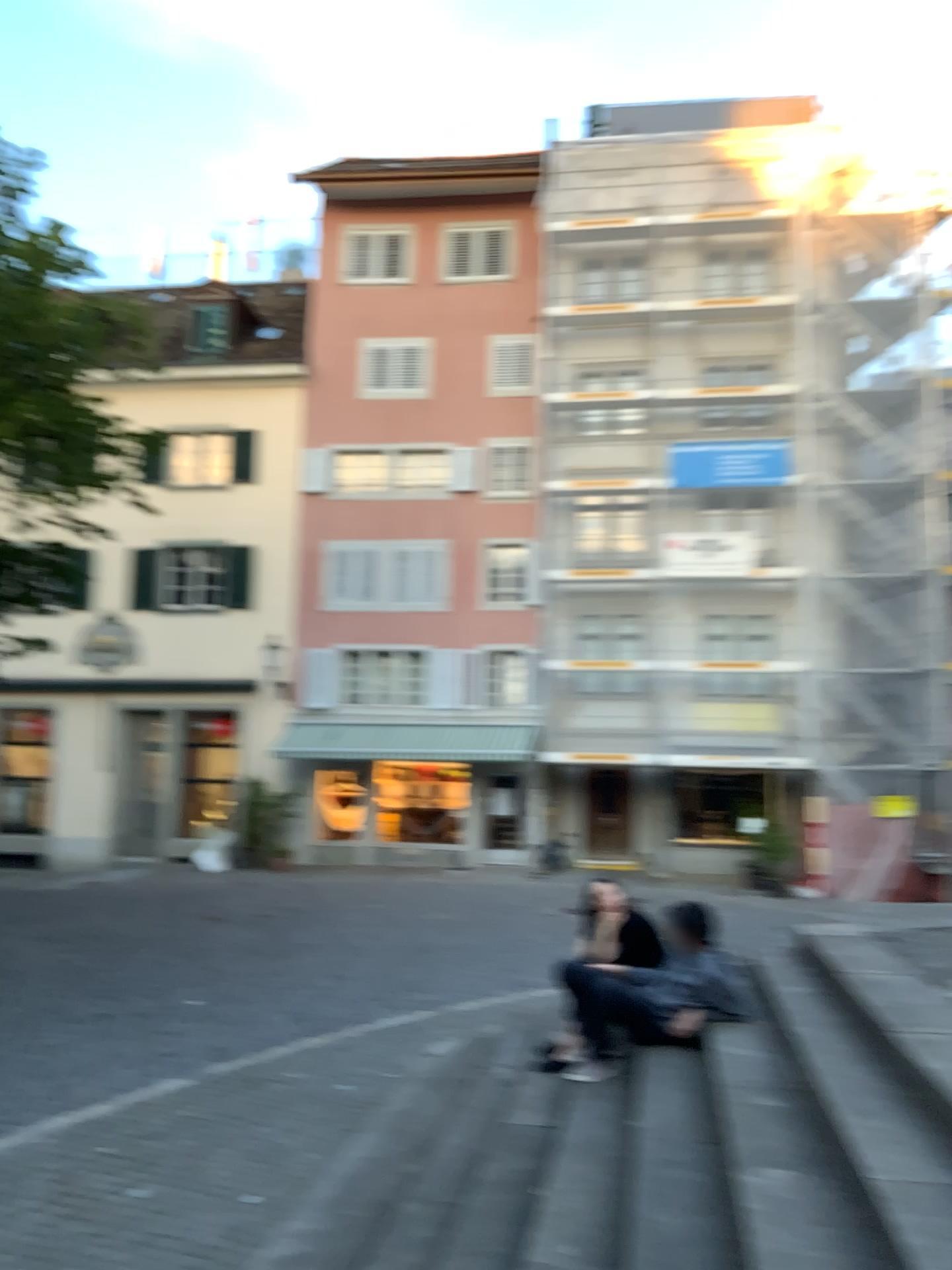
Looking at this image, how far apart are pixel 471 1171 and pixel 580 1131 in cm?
48
